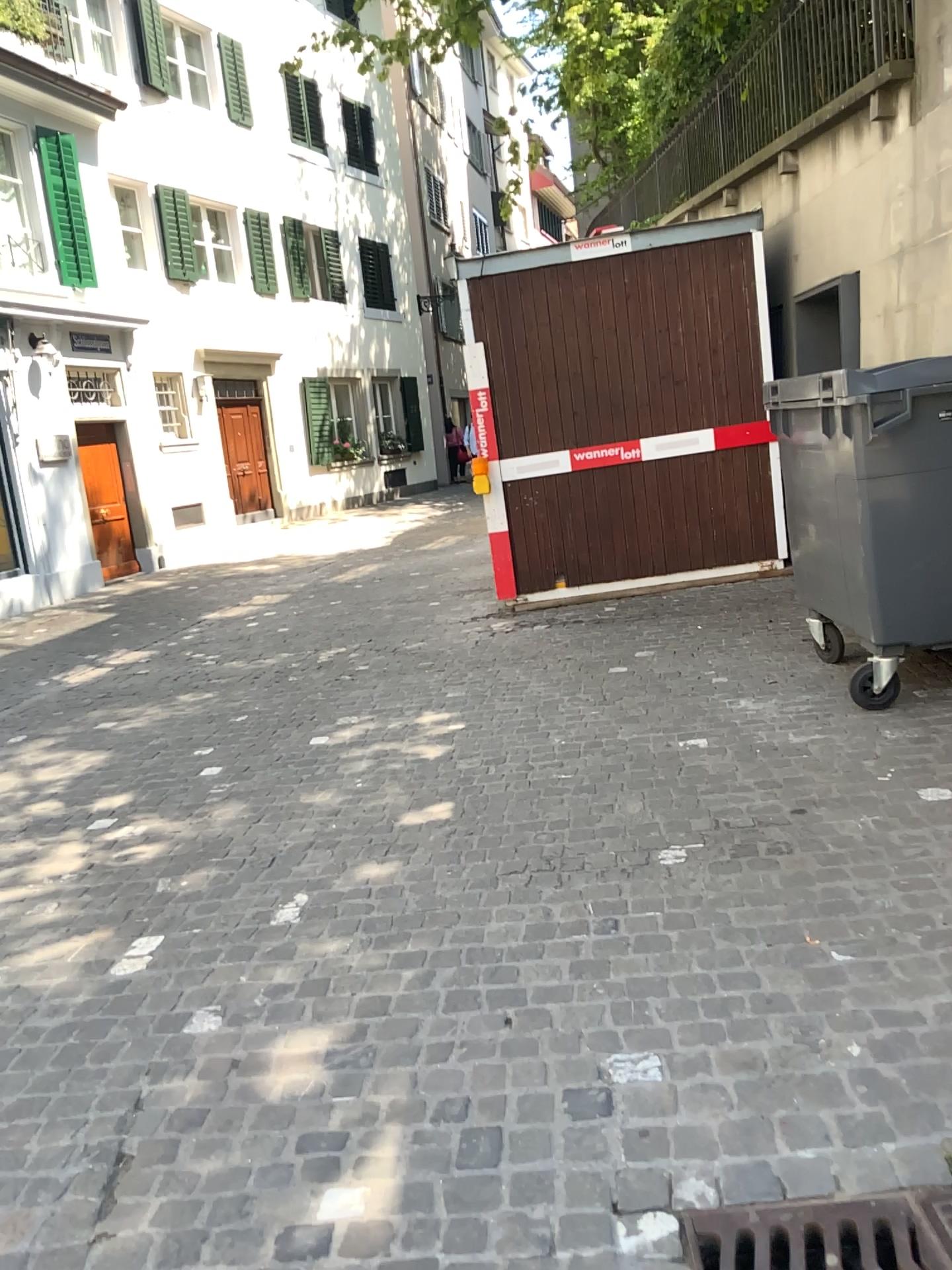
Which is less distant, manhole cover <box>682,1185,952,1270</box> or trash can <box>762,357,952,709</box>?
manhole cover <box>682,1185,952,1270</box>

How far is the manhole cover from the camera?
1.73m

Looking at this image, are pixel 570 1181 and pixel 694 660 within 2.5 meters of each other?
no

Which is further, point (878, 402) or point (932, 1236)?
point (878, 402)

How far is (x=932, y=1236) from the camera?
1.7 meters

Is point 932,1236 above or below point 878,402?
below
